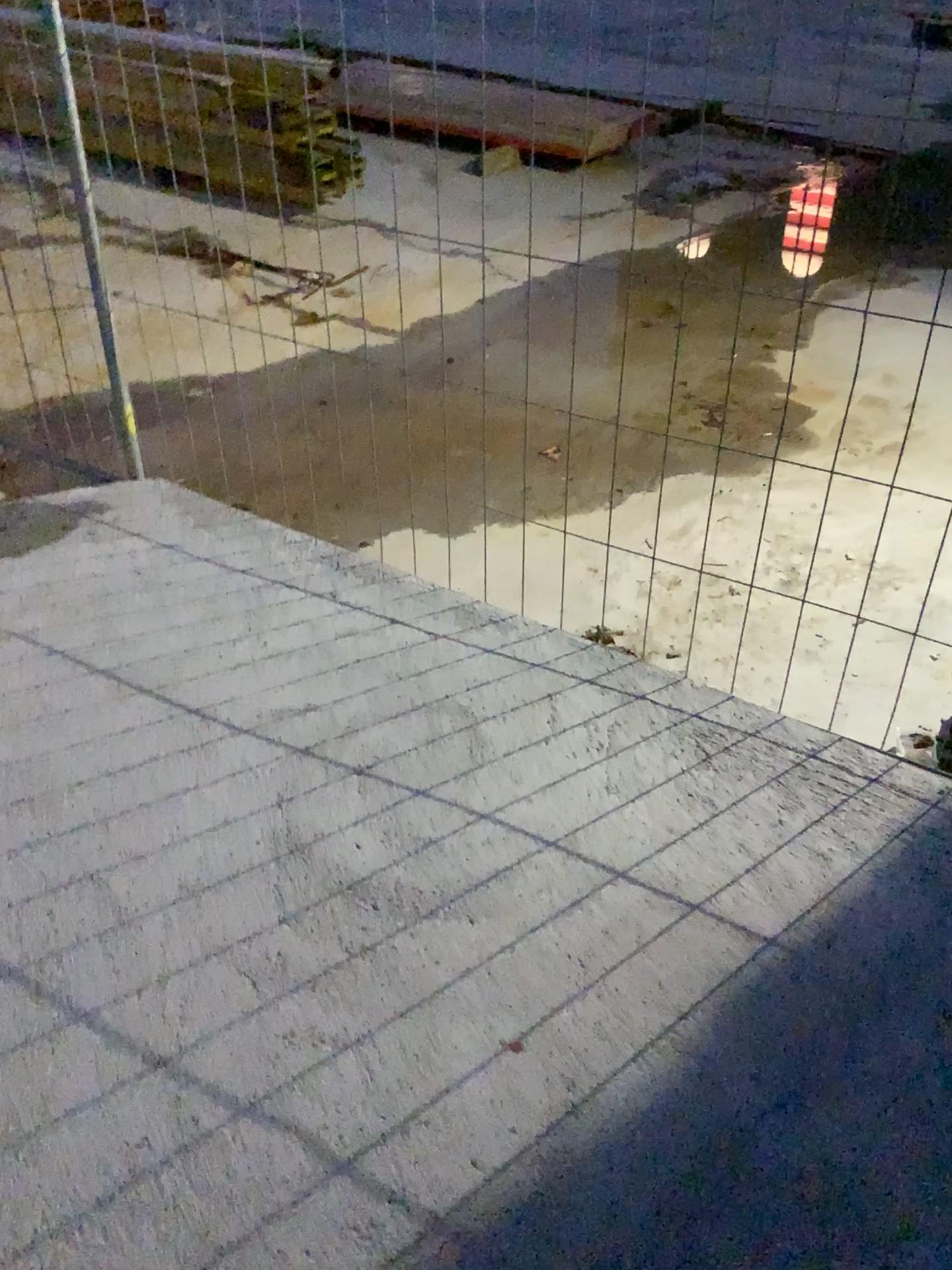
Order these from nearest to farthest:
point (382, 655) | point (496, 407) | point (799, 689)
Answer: point (382, 655), point (799, 689), point (496, 407)
